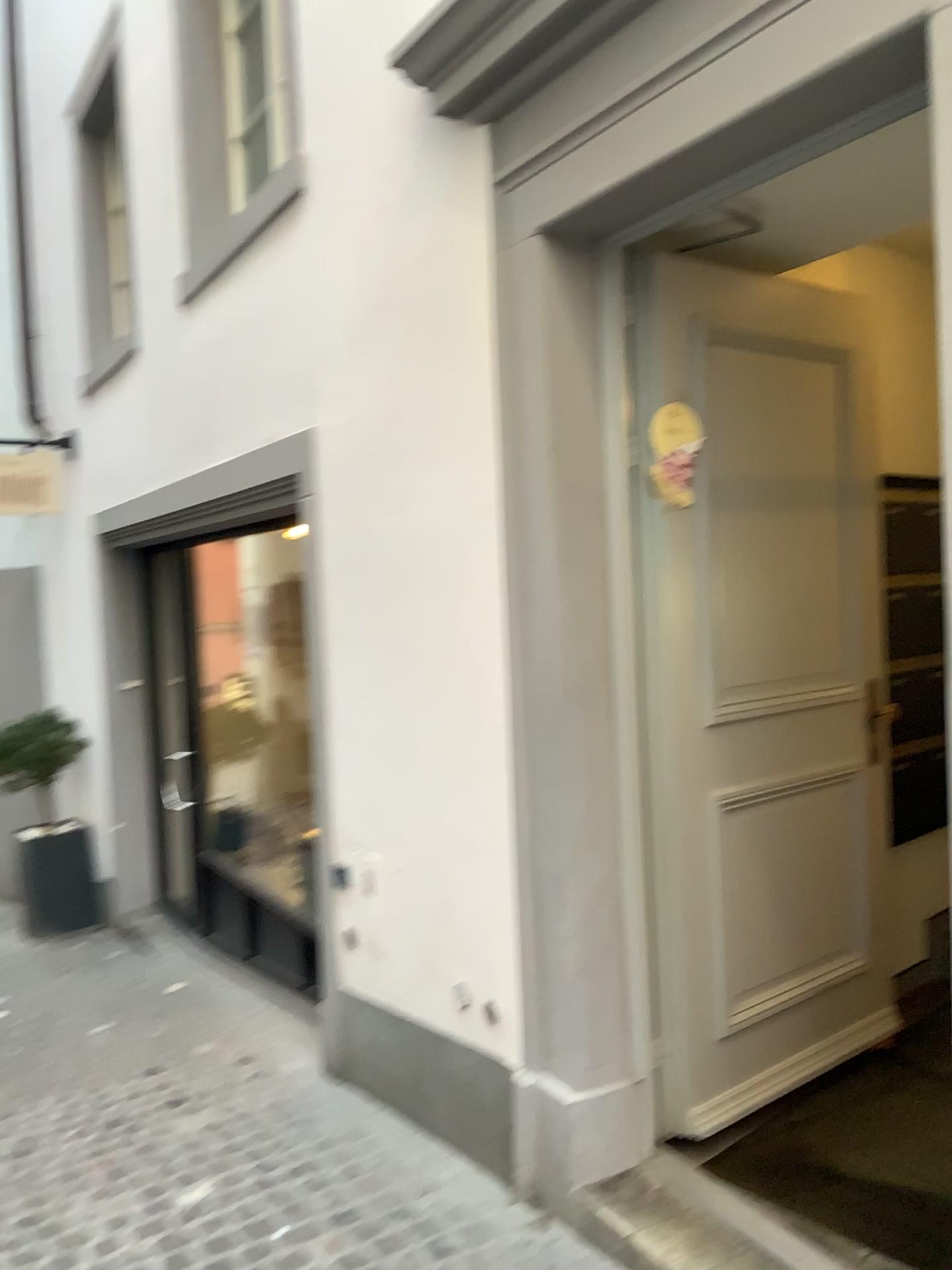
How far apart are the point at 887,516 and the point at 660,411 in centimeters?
100cm

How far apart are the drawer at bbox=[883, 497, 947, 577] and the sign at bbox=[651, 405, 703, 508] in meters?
0.9 m

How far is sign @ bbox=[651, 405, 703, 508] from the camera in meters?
2.7 m

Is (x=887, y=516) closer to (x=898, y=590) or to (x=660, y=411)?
(x=898, y=590)

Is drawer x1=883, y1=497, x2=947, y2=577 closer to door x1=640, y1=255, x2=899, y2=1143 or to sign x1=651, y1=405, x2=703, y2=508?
door x1=640, y1=255, x2=899, y2=1143

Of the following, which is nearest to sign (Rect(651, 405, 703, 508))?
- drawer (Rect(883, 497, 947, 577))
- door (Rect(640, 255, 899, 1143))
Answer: door (Rect(640, 255, 899, 1143))

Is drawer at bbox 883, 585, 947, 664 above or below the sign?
below

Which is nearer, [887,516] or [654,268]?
[654,268]

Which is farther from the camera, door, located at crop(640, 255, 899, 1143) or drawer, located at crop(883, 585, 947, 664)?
drawer, located at crop(883, 585, 947, 664)

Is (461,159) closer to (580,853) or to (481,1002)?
(580,853)
